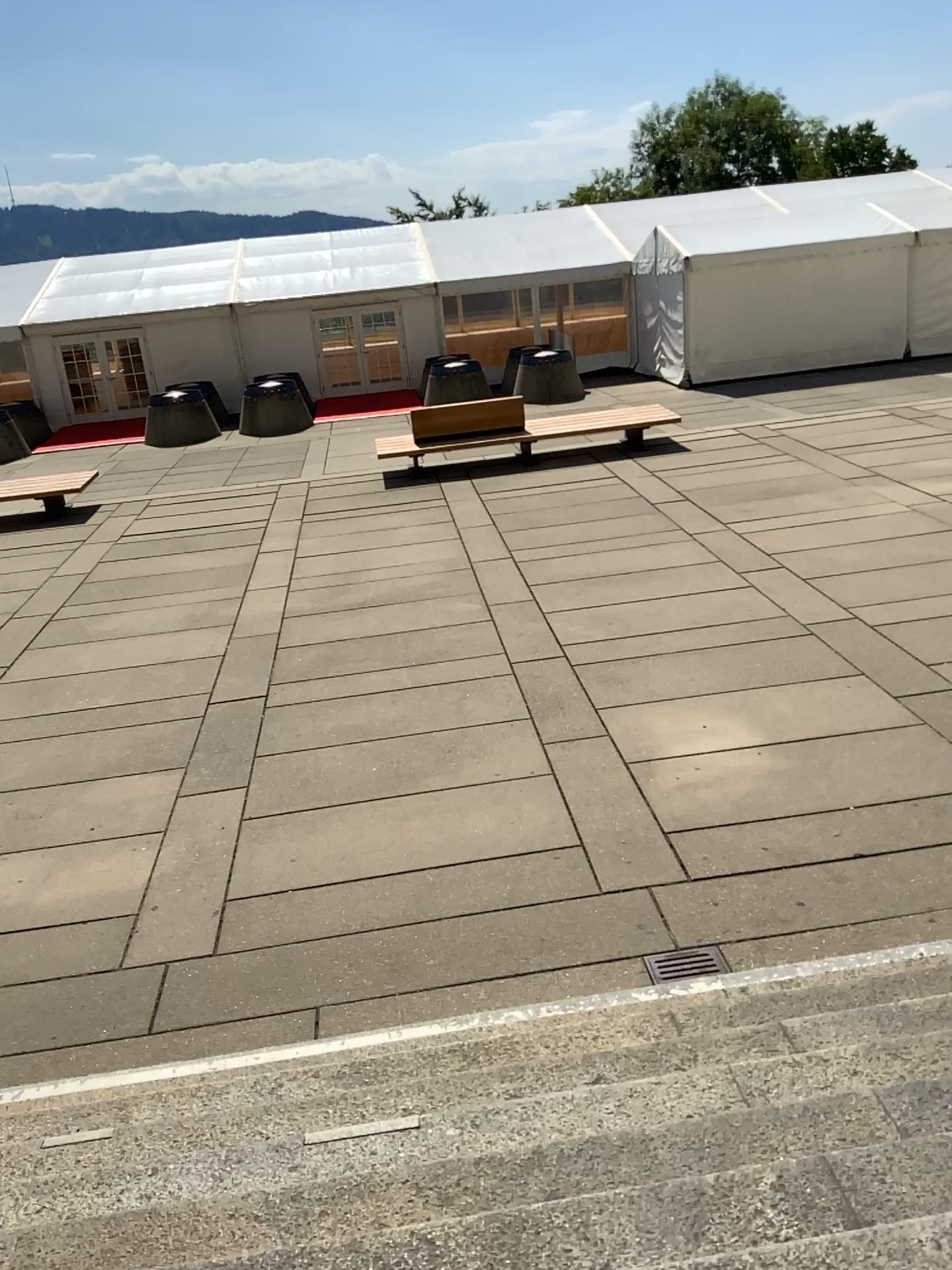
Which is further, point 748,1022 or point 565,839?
point 565,839
